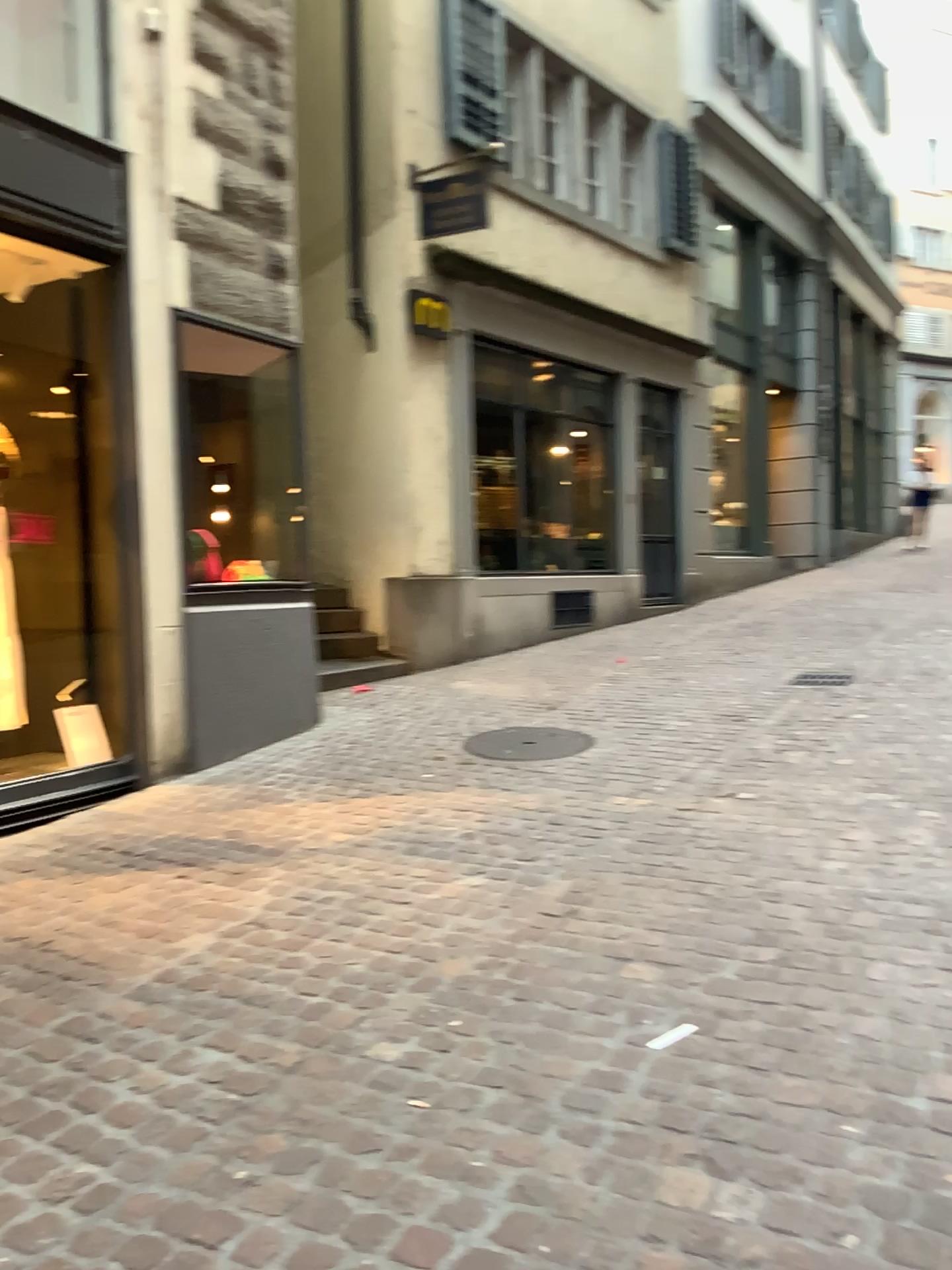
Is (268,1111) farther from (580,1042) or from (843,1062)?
(843,1062)
